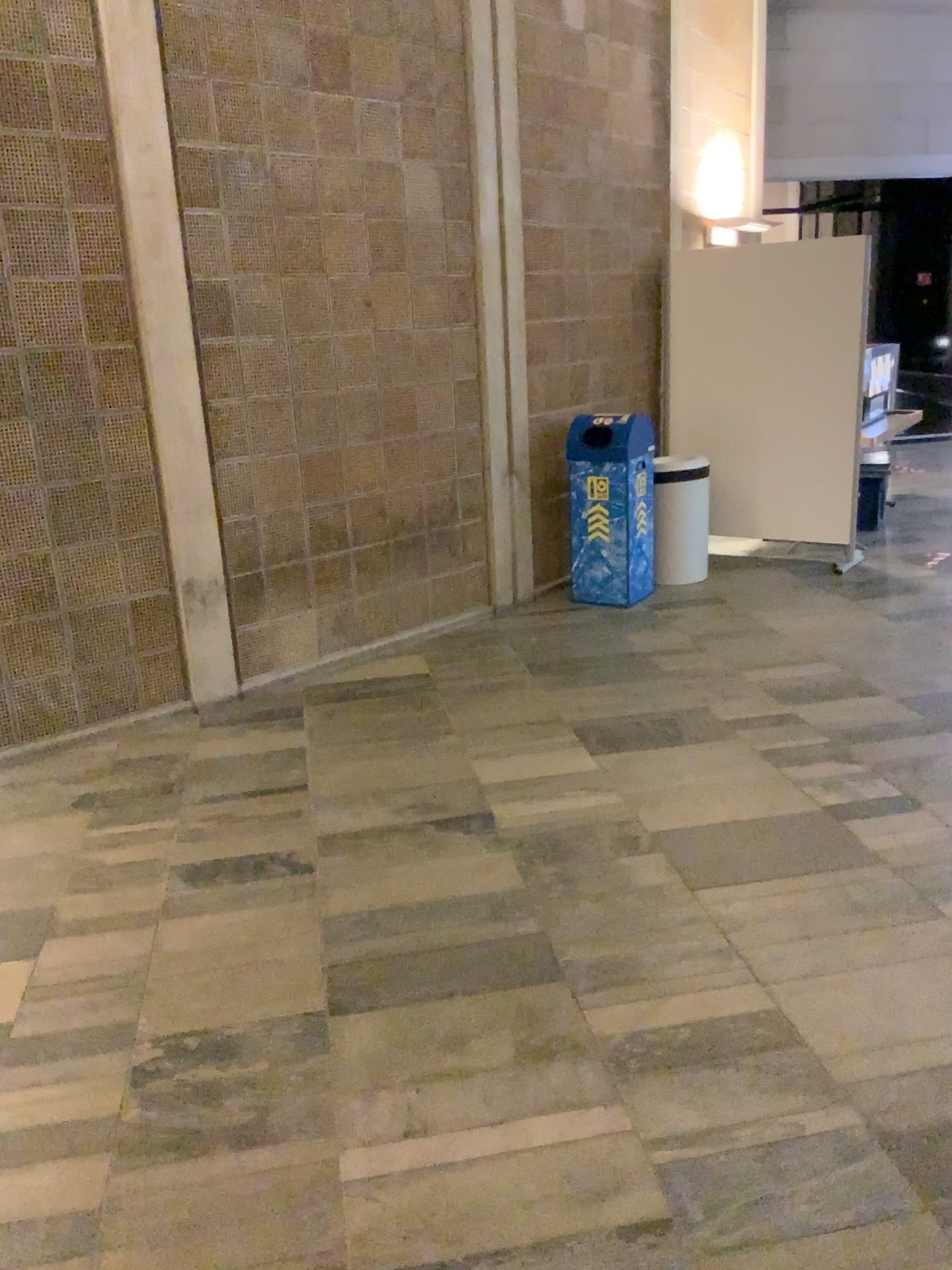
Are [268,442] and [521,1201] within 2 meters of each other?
no
